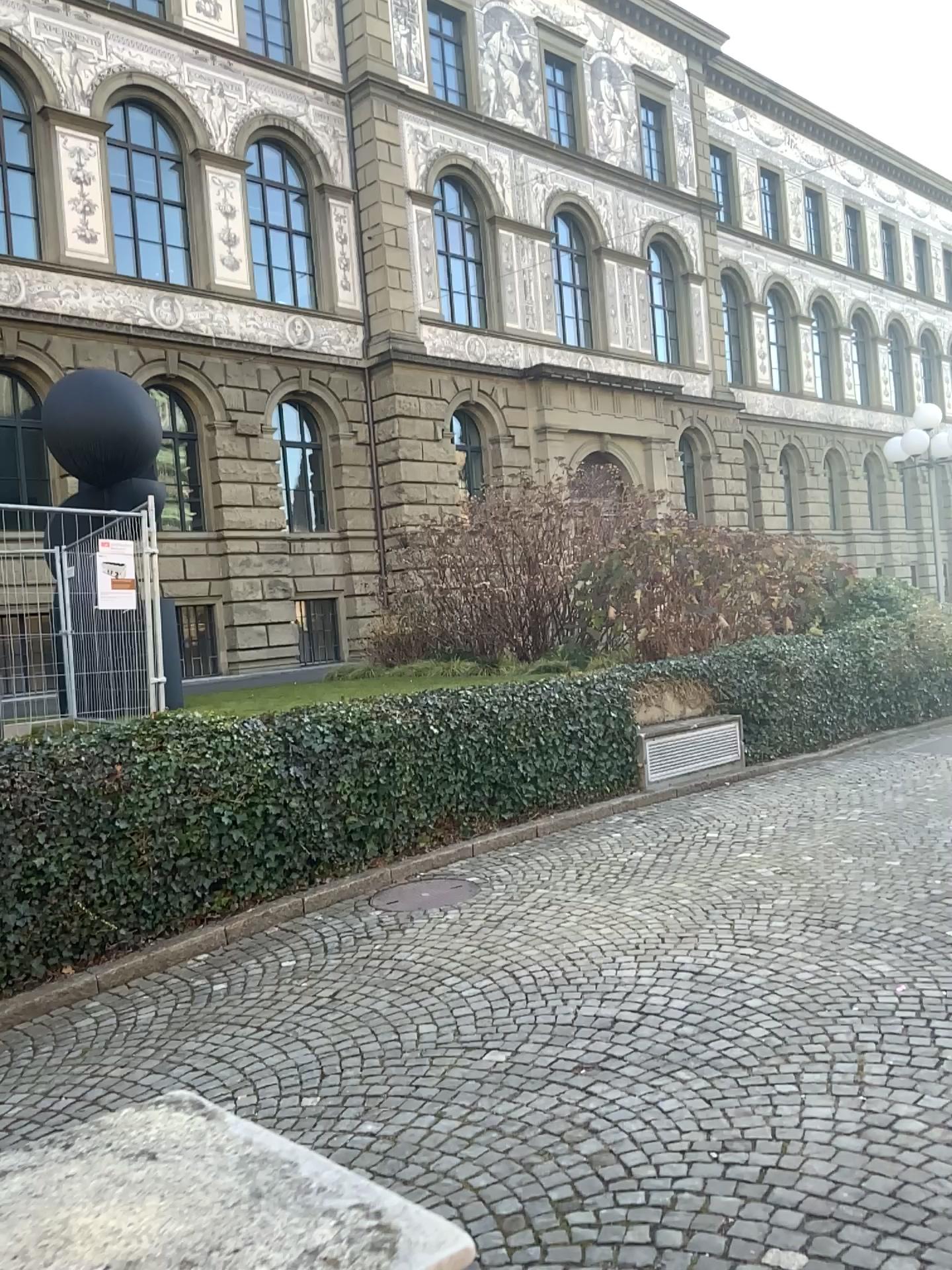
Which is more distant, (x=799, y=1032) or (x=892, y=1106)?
(x=799, y=1032)
